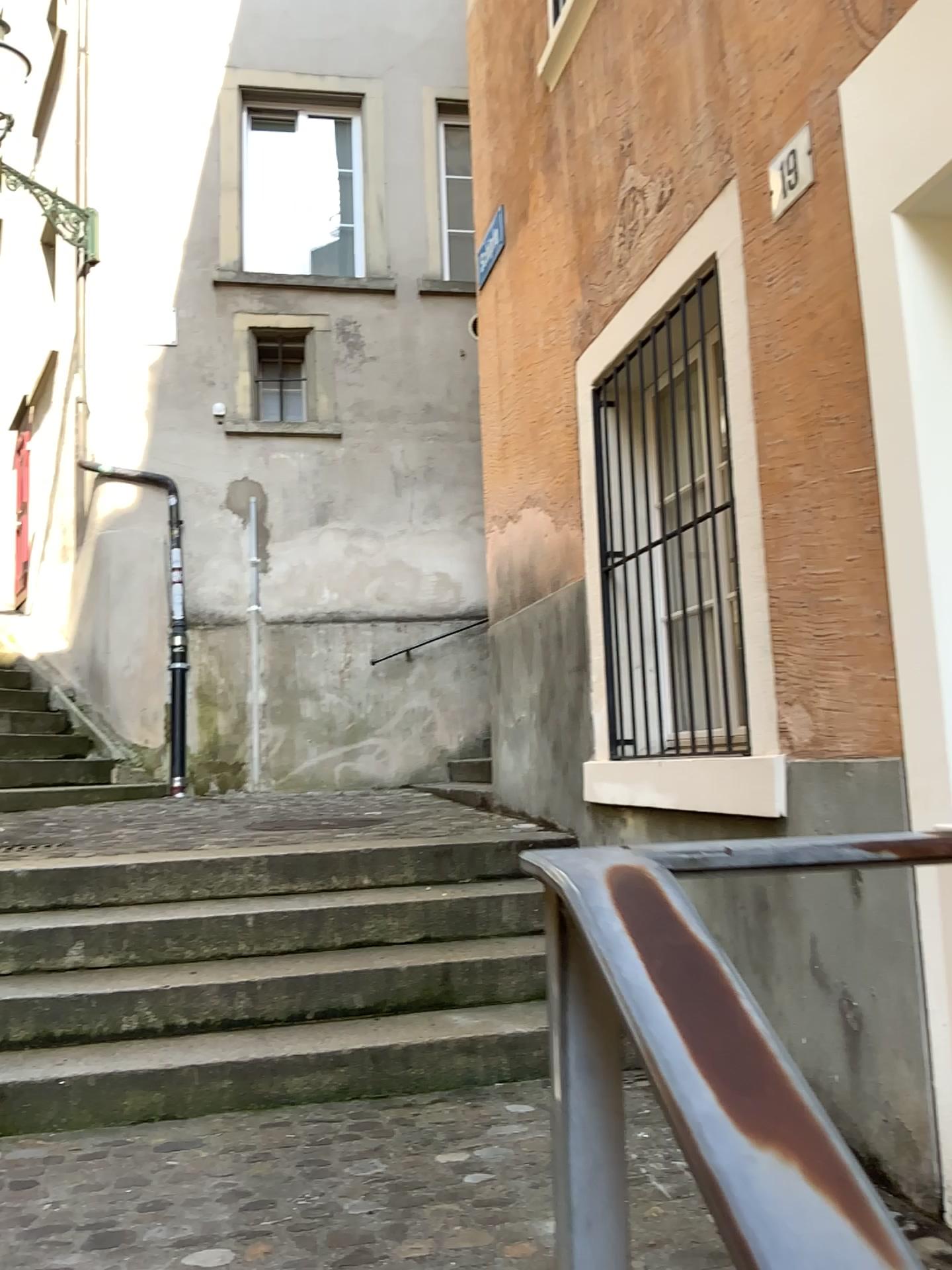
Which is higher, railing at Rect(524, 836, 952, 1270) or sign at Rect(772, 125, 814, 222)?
sign at Rect(772, 125, 814, 222)

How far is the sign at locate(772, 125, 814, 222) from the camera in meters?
2.6

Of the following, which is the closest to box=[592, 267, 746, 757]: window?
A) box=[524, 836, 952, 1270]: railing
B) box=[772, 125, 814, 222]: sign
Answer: box=[772, 125, 814, 222]: sign

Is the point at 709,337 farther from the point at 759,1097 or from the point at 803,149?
the point at 759,1097

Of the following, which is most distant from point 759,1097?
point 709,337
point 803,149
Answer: point 709,337

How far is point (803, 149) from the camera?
2.6m

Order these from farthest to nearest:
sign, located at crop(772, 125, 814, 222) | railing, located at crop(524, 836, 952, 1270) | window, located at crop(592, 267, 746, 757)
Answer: window, located at crop(592, 267, 746, 757), sign, located at crop(772, 125, 814, 222), railing, located at crop(524, 836, 952, 1270)

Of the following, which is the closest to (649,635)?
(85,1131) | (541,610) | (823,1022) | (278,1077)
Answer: (541,610)

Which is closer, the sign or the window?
the sign

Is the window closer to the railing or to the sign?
the sign
